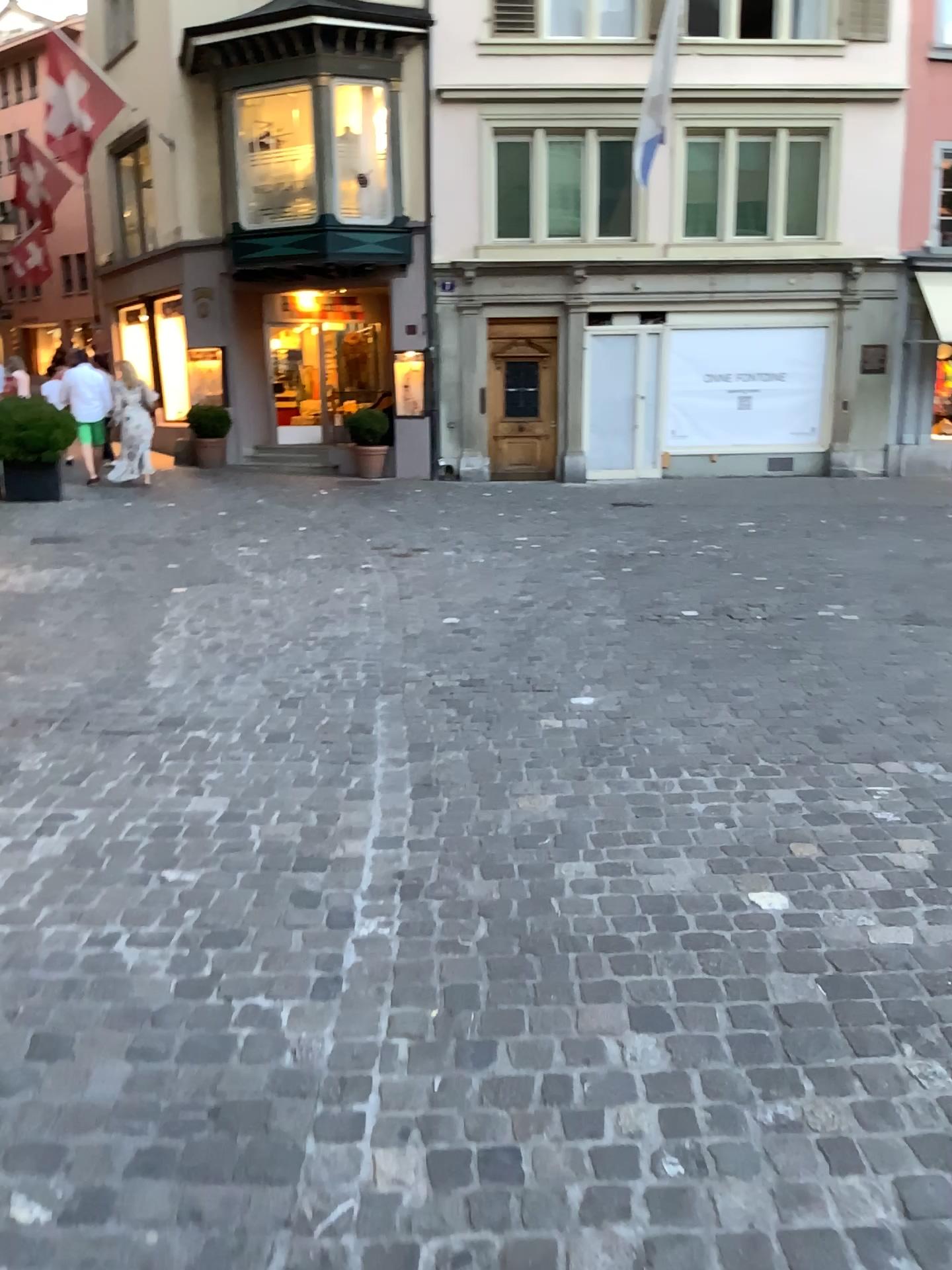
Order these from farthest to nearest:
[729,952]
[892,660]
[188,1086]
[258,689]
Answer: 1. [892,660]
2. [258,689]
3. [729,952]
4. [188,1086]
